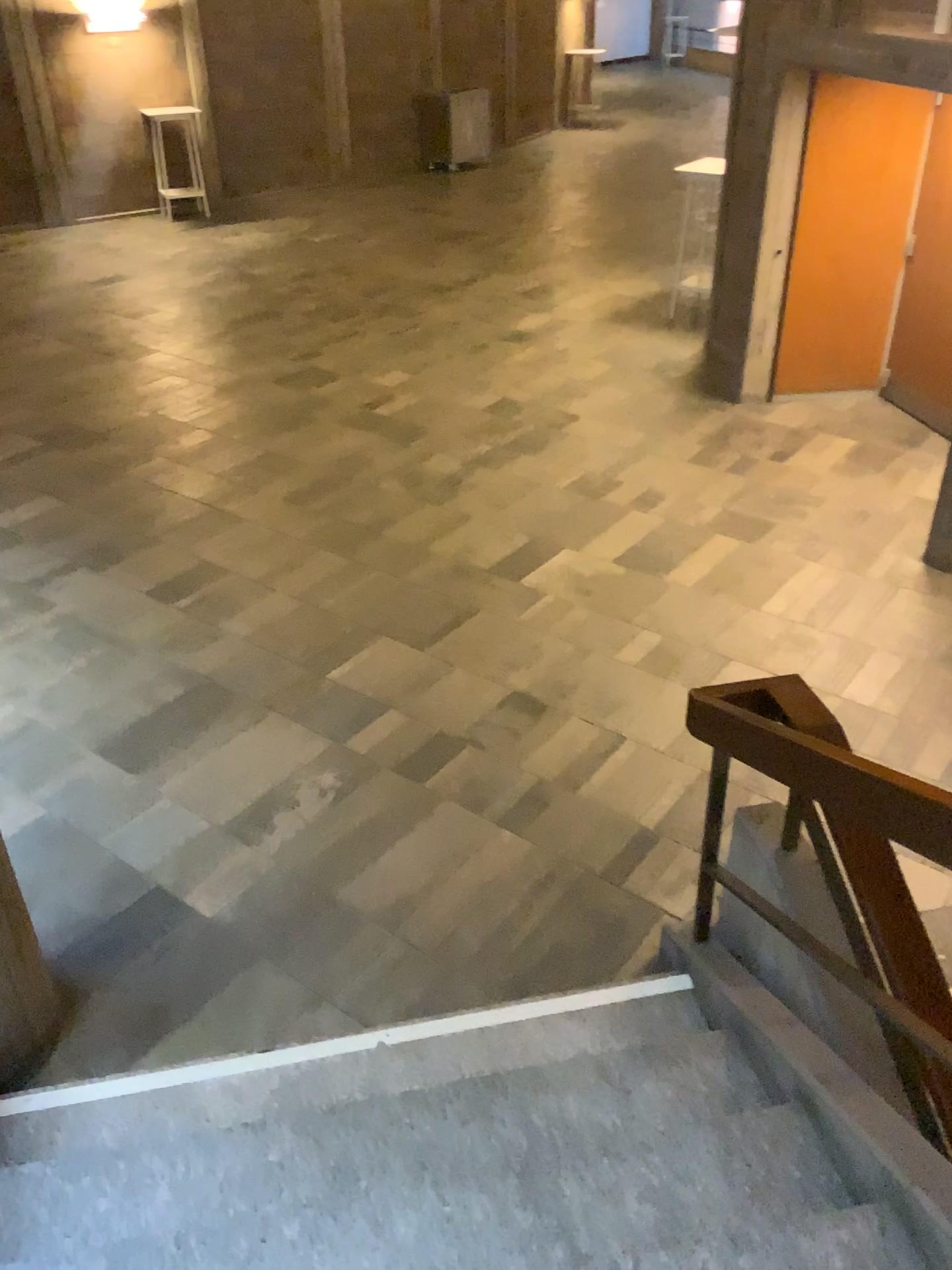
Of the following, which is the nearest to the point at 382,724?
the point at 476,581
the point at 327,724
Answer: the point at 327,724

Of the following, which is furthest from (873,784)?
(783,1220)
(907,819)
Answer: (783,1220)

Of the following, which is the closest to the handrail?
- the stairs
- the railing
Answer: the railing

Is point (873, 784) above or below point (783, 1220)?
above

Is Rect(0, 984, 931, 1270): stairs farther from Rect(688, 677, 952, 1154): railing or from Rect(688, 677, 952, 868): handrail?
Rect(688, 677, 952, 868): handrail

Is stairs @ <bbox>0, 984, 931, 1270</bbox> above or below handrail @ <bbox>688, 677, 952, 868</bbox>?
below

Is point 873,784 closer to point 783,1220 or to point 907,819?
point 907,819
